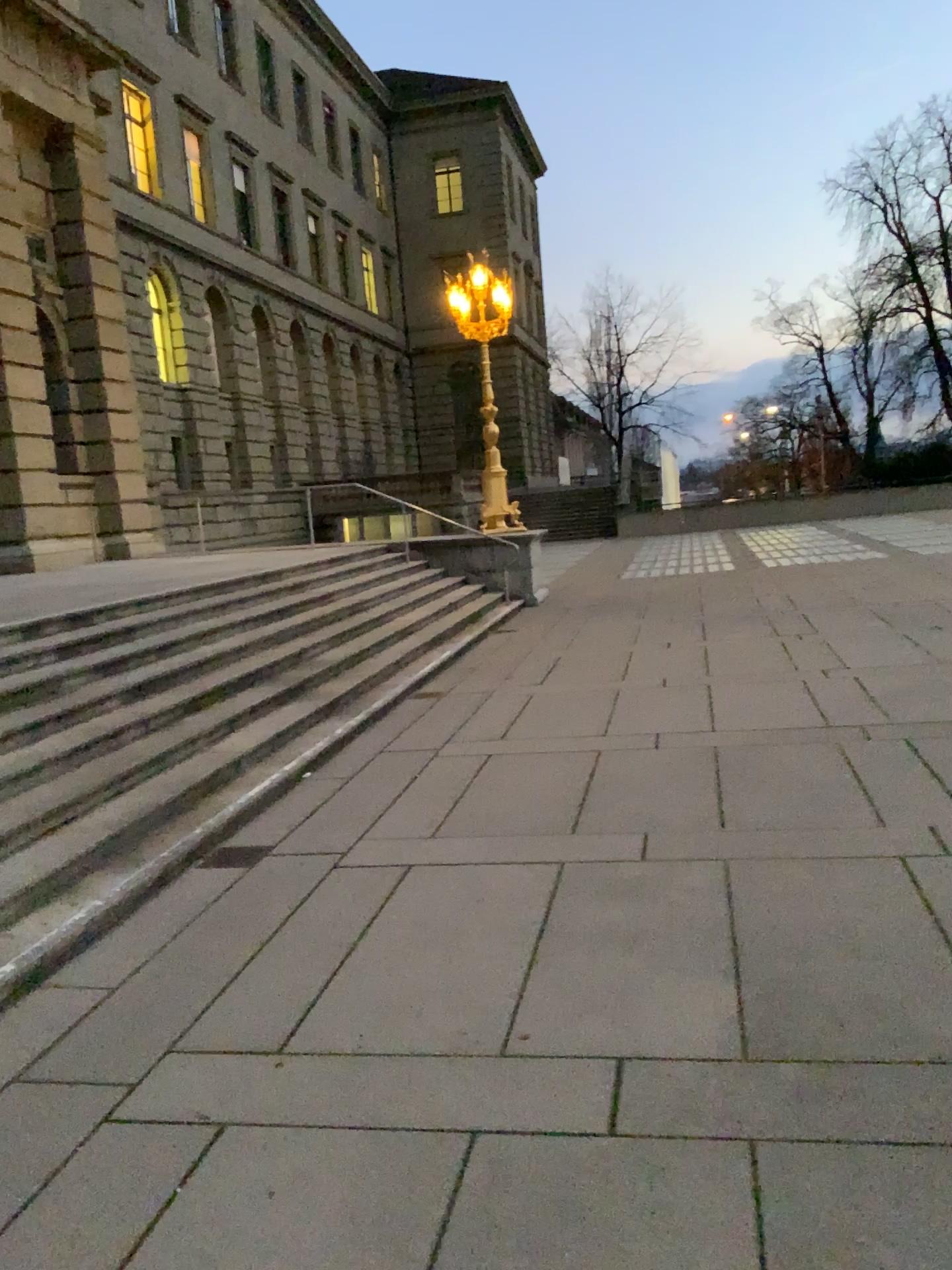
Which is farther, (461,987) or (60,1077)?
(461,987)
